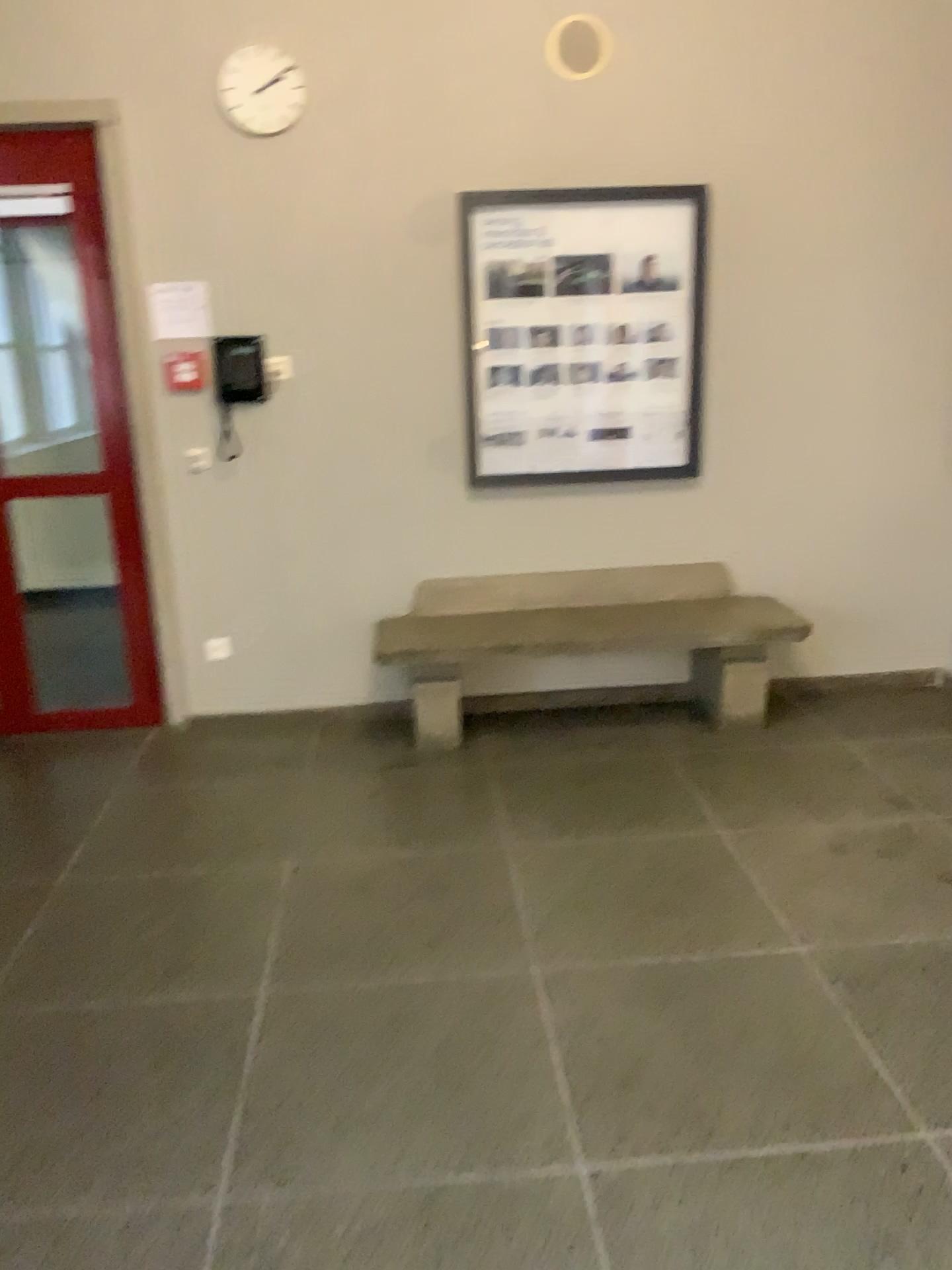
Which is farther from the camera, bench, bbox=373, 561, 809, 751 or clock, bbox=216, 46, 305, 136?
bench, bbox=373, 561, 809, 751

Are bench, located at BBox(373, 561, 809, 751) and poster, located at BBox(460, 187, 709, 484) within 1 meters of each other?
yes

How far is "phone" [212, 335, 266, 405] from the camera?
4.1m

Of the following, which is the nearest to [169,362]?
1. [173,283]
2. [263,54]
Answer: [173,283]

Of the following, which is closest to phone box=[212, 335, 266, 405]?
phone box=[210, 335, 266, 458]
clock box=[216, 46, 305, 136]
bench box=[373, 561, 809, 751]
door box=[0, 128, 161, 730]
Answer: phone box=[210, 335, 266, 458]

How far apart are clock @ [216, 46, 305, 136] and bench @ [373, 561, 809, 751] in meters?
1.8 m

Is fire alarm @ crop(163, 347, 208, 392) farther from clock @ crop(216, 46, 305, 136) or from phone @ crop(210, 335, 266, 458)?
clock @ crop(216, 46, 305, 136)

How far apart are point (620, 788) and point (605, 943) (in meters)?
1.04

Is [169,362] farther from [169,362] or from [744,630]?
[744,630]

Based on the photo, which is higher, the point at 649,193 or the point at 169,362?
the point at 649,193
